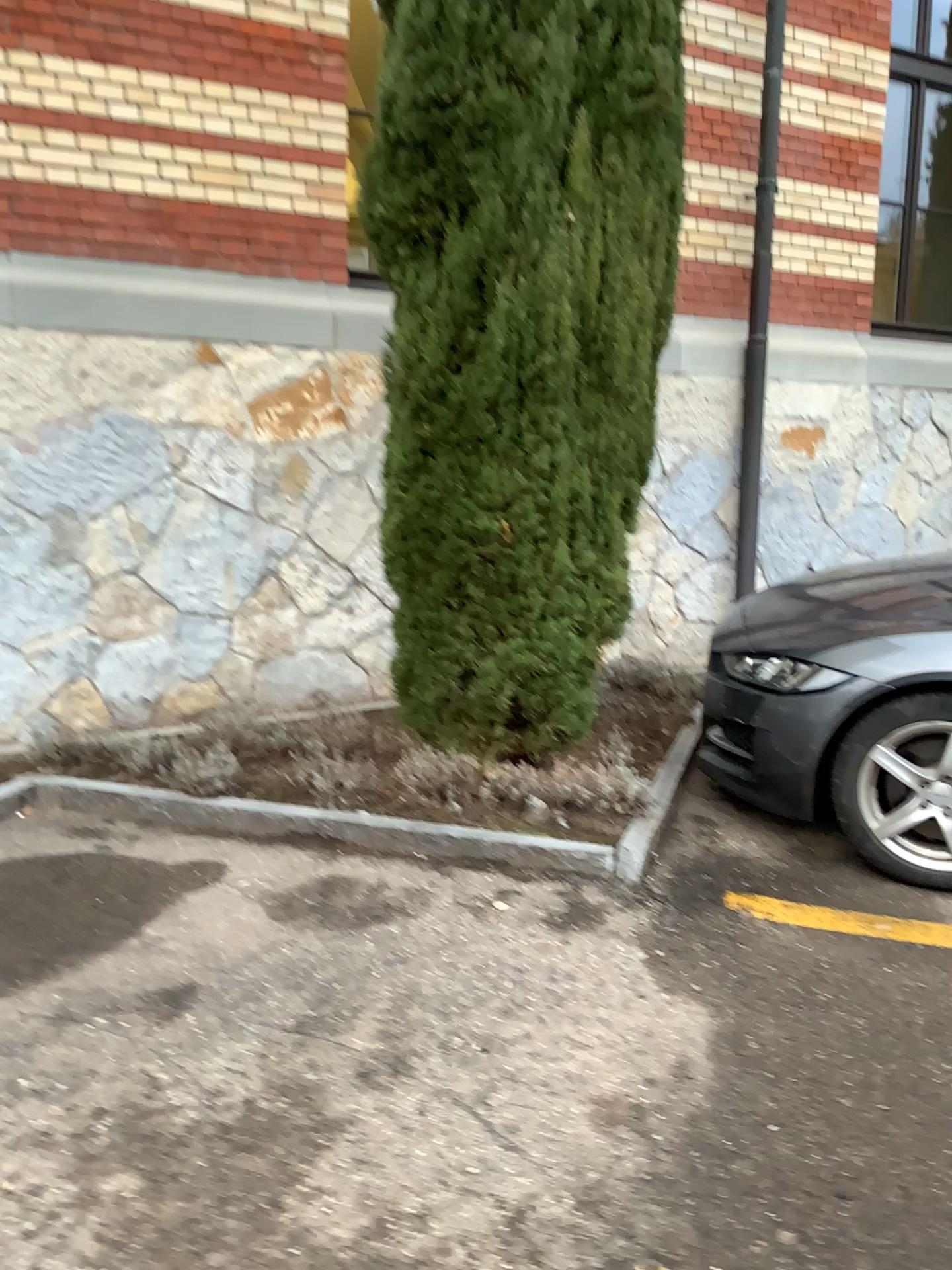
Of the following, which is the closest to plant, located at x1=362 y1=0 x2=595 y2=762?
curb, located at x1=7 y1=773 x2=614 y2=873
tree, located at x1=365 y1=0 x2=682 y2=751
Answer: tree, located at x1=365 y1=0 x2=682 y2=751

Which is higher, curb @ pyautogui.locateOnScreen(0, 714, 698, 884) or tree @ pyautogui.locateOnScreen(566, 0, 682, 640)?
tree @ pyautogui.locateOnScreen(566, 0, 682, 640)

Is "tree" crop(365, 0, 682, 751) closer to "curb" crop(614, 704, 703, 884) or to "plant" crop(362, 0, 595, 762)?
"plant" crop(362, 0, 595, 762)

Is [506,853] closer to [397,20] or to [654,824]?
[654,824]

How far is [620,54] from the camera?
3.3 meters

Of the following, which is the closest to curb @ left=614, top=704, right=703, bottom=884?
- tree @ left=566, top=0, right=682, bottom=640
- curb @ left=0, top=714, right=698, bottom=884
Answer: curb @ left=0, top=714, right=698, bottom=884

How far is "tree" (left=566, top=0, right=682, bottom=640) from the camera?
3.3m

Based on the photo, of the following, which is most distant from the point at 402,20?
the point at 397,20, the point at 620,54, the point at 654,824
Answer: the point at 654,824

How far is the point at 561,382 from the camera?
3.4m

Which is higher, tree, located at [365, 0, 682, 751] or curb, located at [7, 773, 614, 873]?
tree, located at [365, 0, 682, 751]
